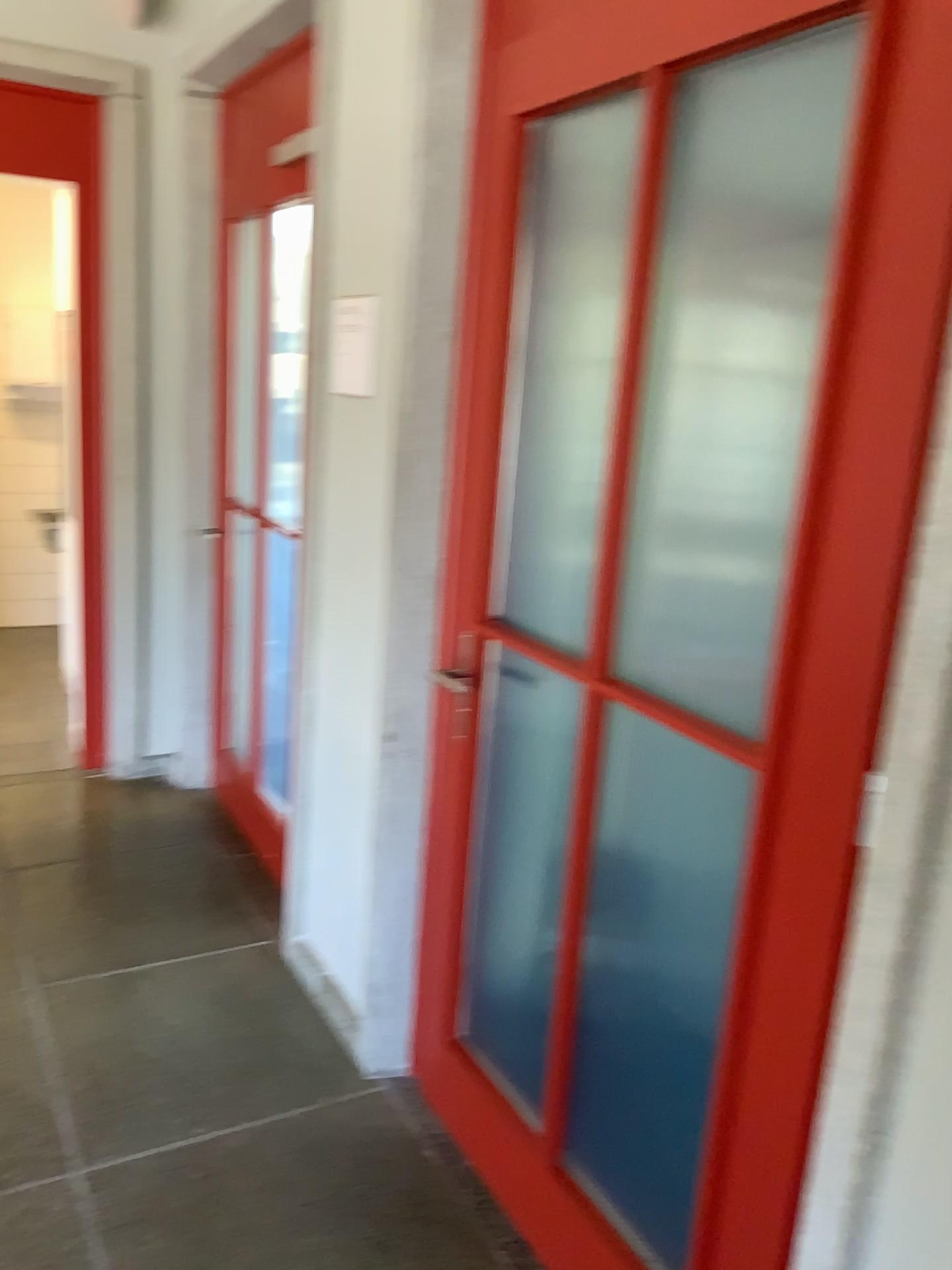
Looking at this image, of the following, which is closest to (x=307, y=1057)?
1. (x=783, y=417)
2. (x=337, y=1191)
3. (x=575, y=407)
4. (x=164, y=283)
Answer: (x=337, y=1191)

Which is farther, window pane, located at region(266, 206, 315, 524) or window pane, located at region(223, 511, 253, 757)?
window pane, located at region(223, 511, 253, 757)

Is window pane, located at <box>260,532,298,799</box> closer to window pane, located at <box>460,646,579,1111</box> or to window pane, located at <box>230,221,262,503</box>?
window pane, located at <box>230,221,262,503</box>

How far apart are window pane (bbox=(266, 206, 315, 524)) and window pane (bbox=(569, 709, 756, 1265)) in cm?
191

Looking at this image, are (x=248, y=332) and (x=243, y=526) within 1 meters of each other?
yes

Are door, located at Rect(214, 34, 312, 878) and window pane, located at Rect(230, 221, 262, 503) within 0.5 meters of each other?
yes

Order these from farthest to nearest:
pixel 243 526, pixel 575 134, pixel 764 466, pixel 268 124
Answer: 1. pixel 243 526
2. pixel 268 124
3. pixel 575 134
4. pixel 764 466

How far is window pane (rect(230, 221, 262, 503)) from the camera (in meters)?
3.38

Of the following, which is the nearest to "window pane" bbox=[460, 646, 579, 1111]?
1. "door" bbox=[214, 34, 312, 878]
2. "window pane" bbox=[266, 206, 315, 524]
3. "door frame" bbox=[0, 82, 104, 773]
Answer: "door" bbox=[214, 34, 312, 878]

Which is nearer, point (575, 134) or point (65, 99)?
point (575, 134)
